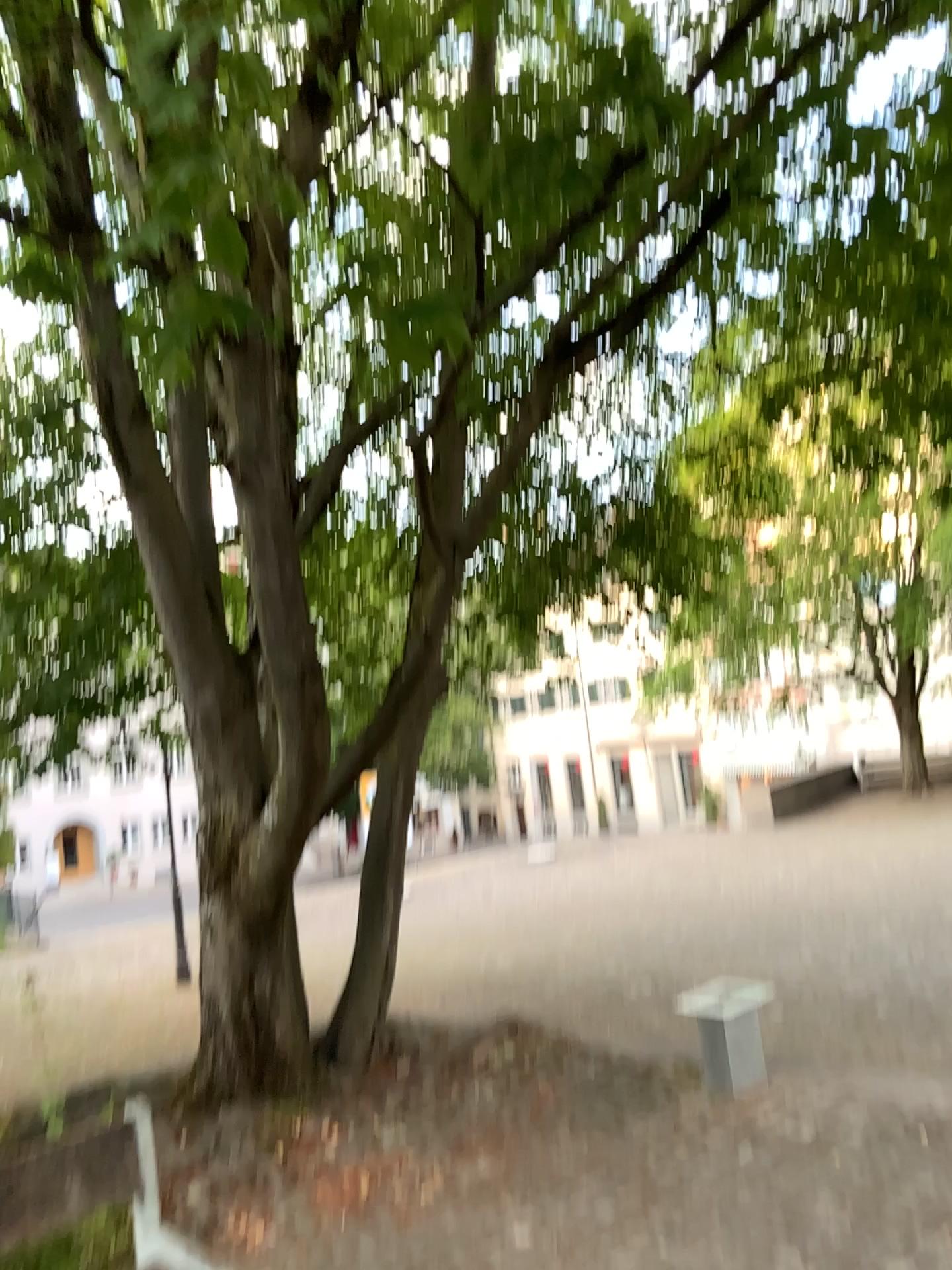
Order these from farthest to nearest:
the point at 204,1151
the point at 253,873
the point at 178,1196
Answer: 1. the point at 253,873
2. the point at 204,1151
3. the point at 178,1196
